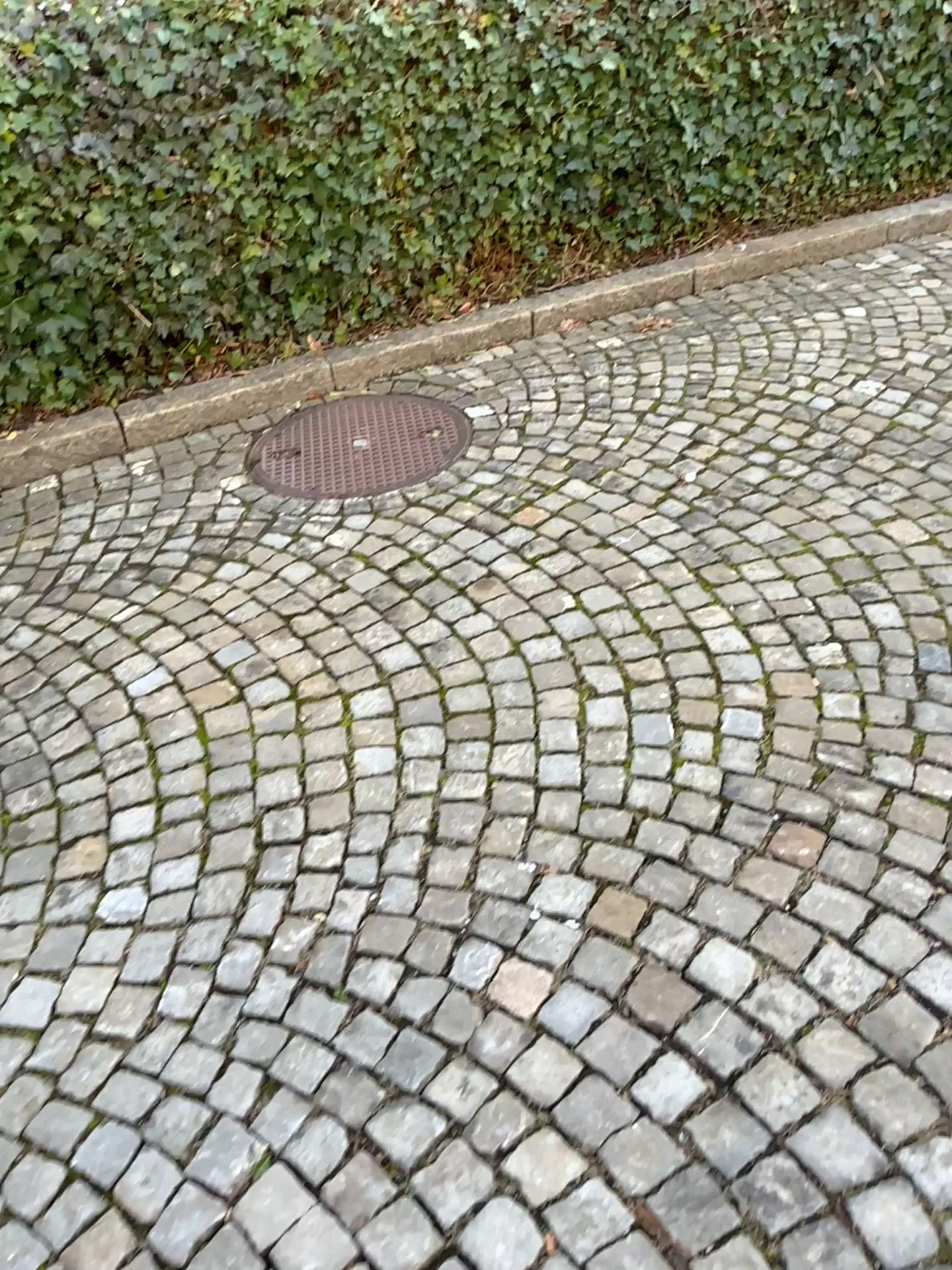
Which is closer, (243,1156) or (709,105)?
(243,1156)
